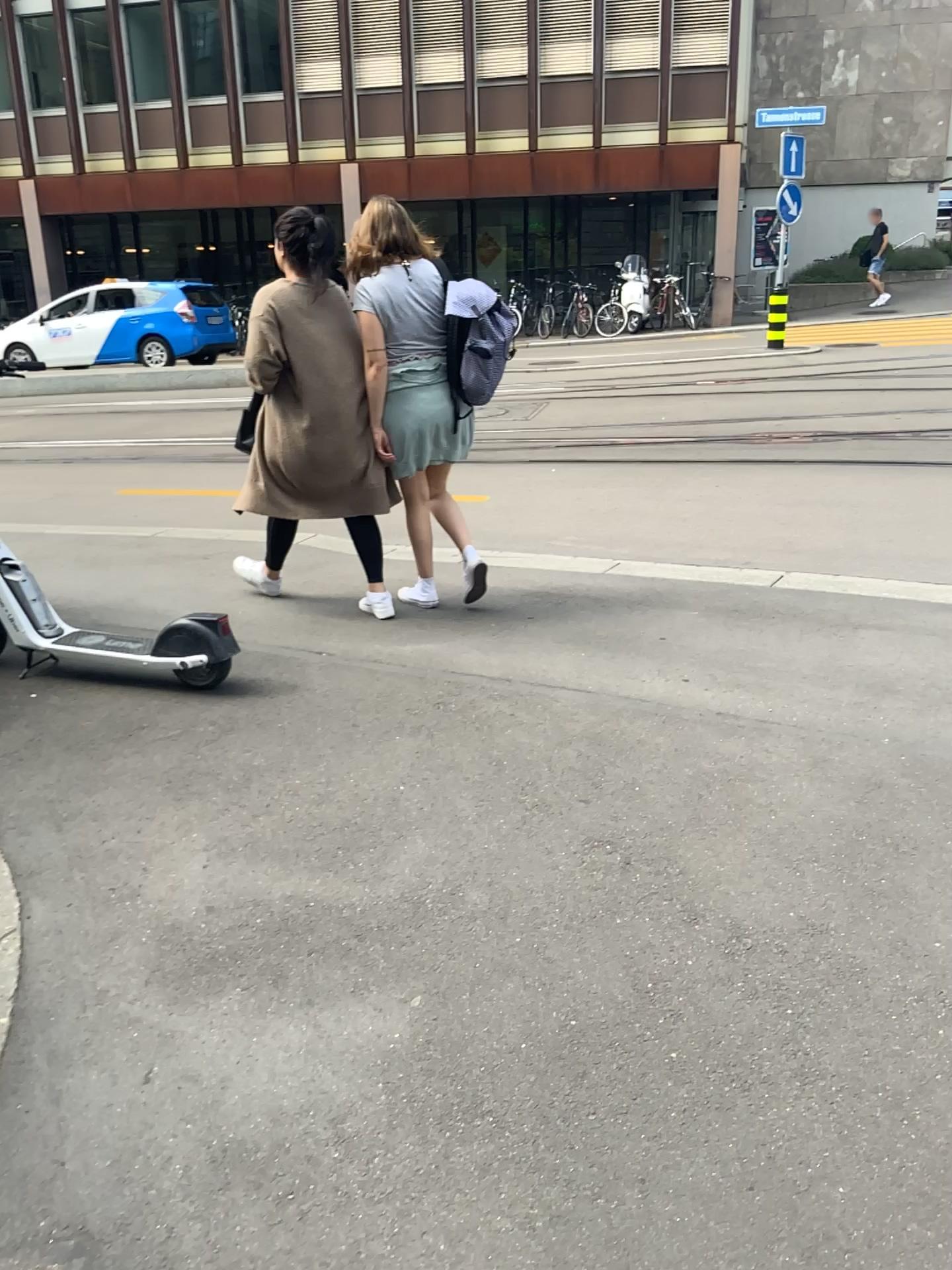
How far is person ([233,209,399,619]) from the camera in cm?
423

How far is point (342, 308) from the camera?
4.23m

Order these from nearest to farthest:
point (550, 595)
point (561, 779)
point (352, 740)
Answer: point (561, 779), point (352, 740), point (550, 595)
